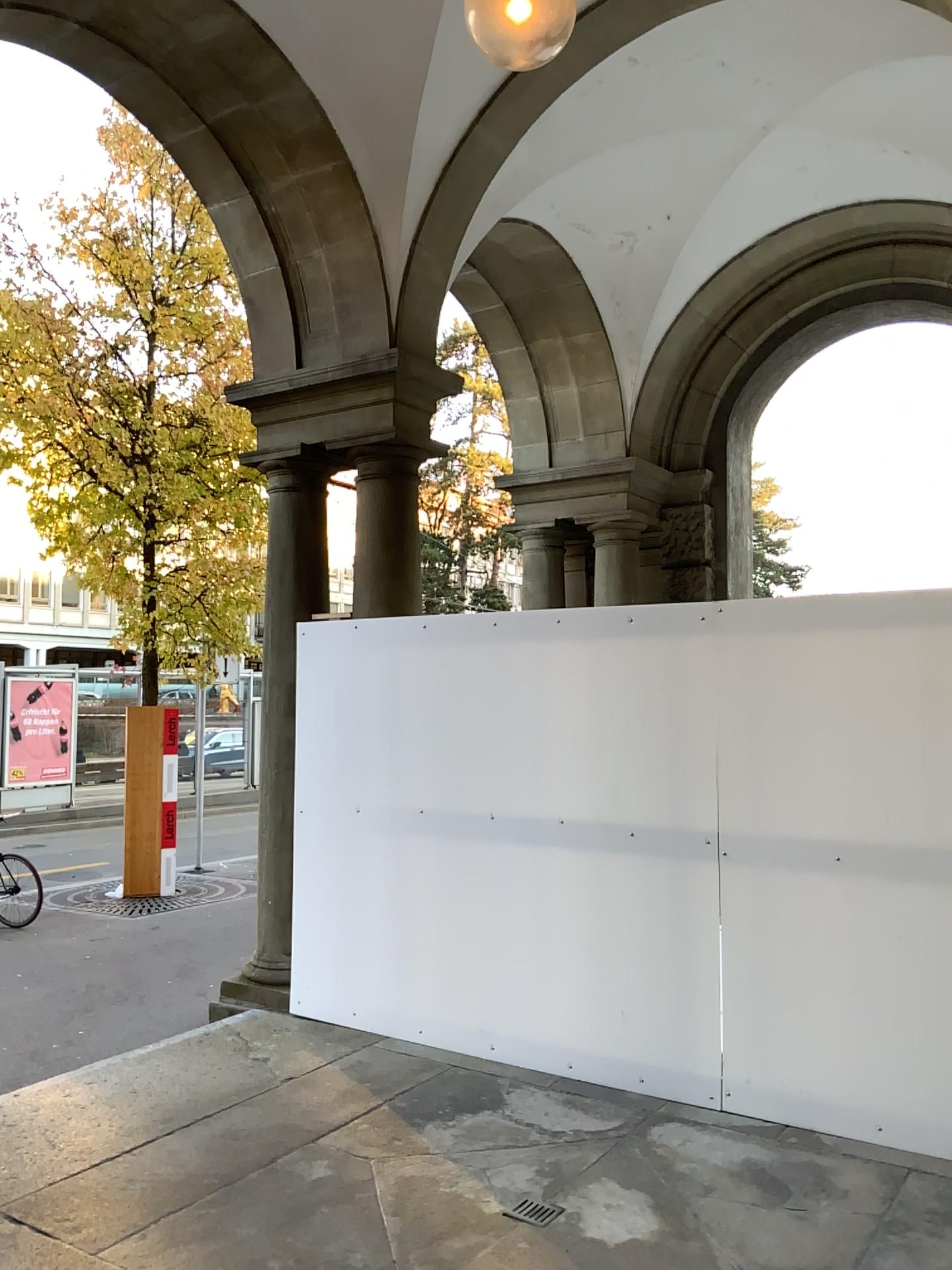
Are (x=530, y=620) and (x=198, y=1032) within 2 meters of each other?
no
